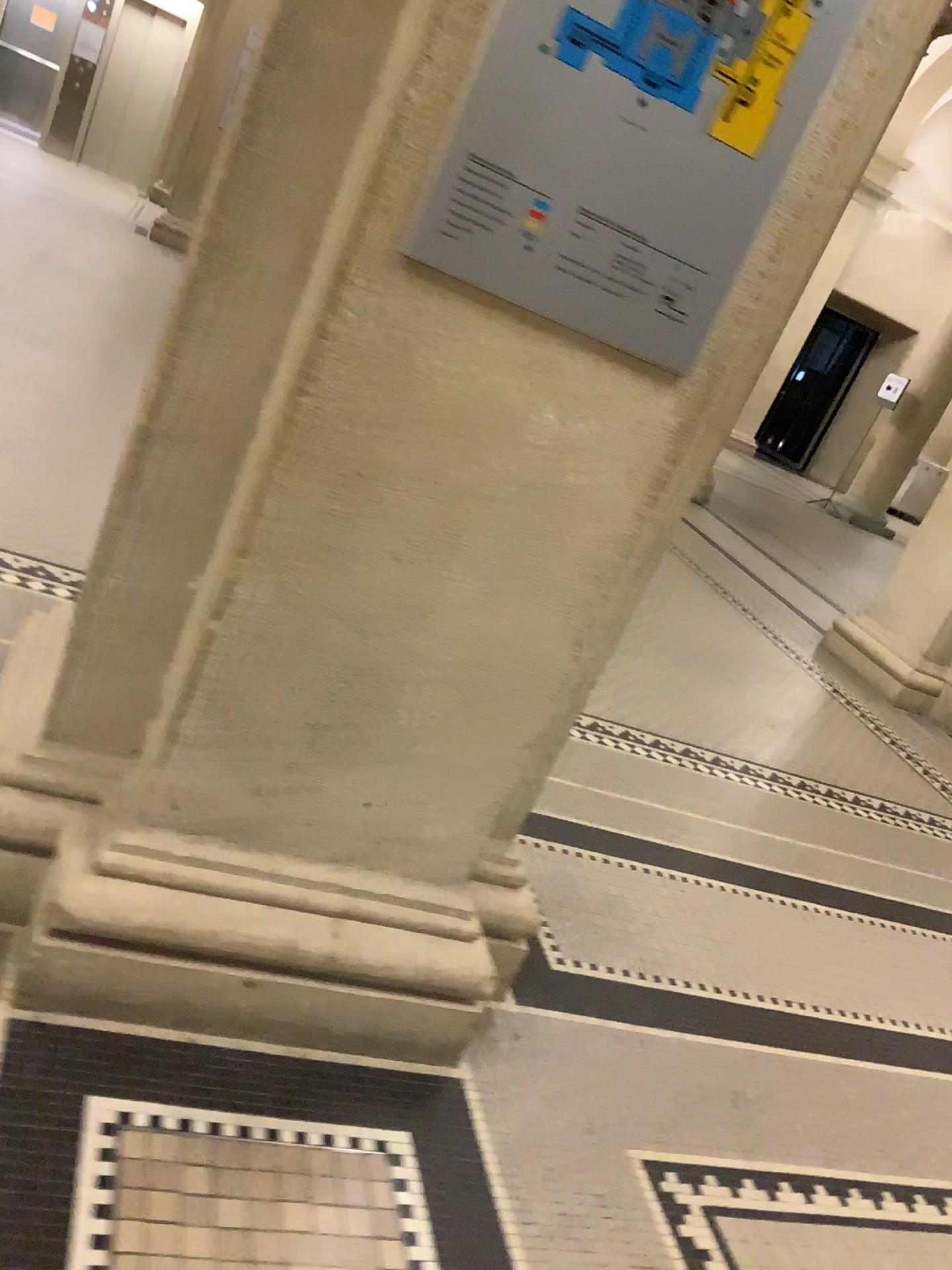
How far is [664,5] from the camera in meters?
1.2

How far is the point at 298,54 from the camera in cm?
135

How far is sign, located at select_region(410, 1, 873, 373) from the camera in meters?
1.2 m

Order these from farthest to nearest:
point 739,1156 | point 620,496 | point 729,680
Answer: point 729,680, point 739,1156, point 620,496

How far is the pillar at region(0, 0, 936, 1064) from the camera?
1.35m

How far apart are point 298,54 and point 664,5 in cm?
46
